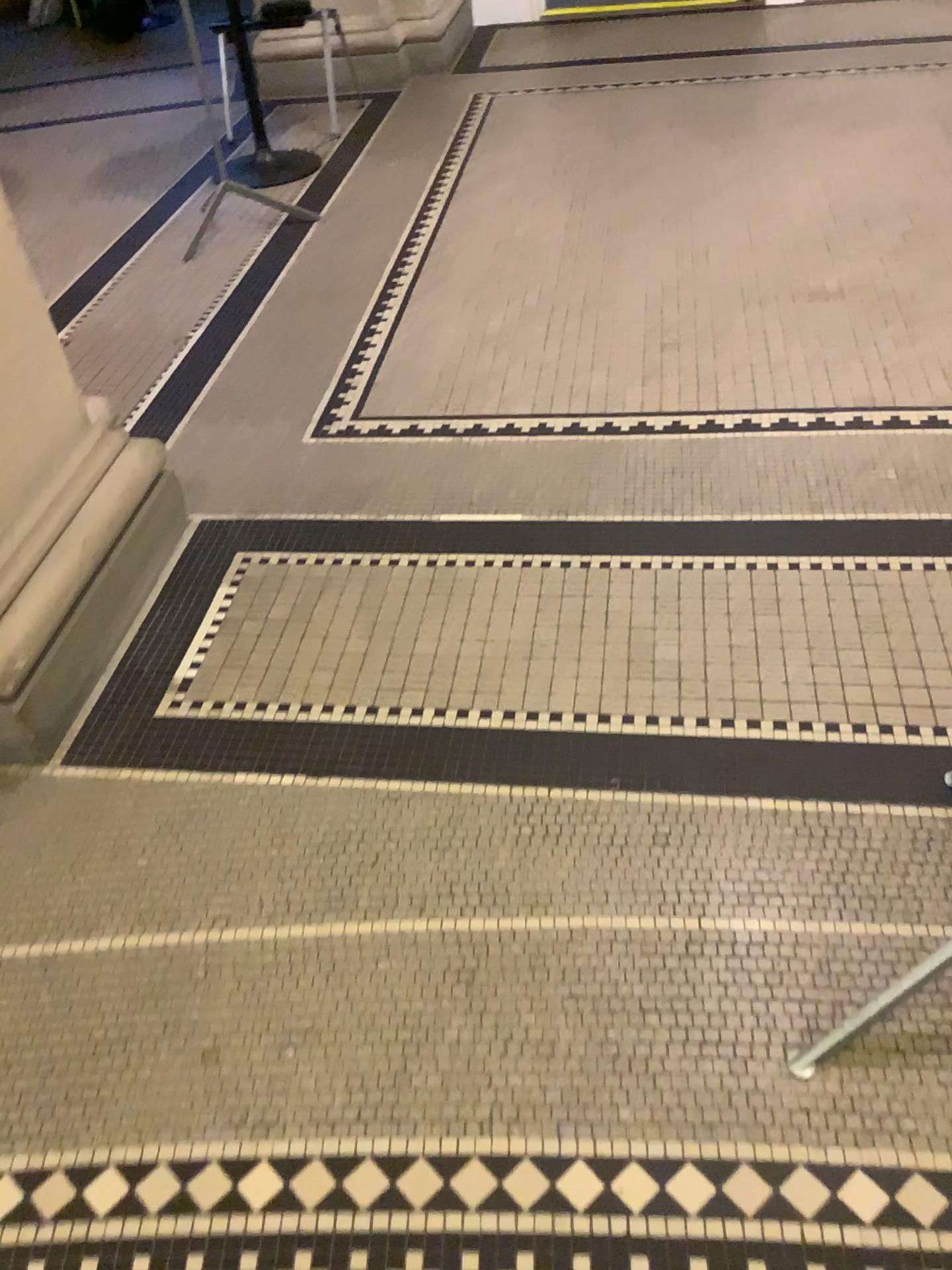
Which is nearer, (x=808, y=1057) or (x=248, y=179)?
(x=808, y=1057)

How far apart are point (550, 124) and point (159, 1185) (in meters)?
4.31

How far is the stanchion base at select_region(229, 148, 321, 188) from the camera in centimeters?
427cm

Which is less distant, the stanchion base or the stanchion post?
the stanchion post

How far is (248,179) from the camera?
4.27m
